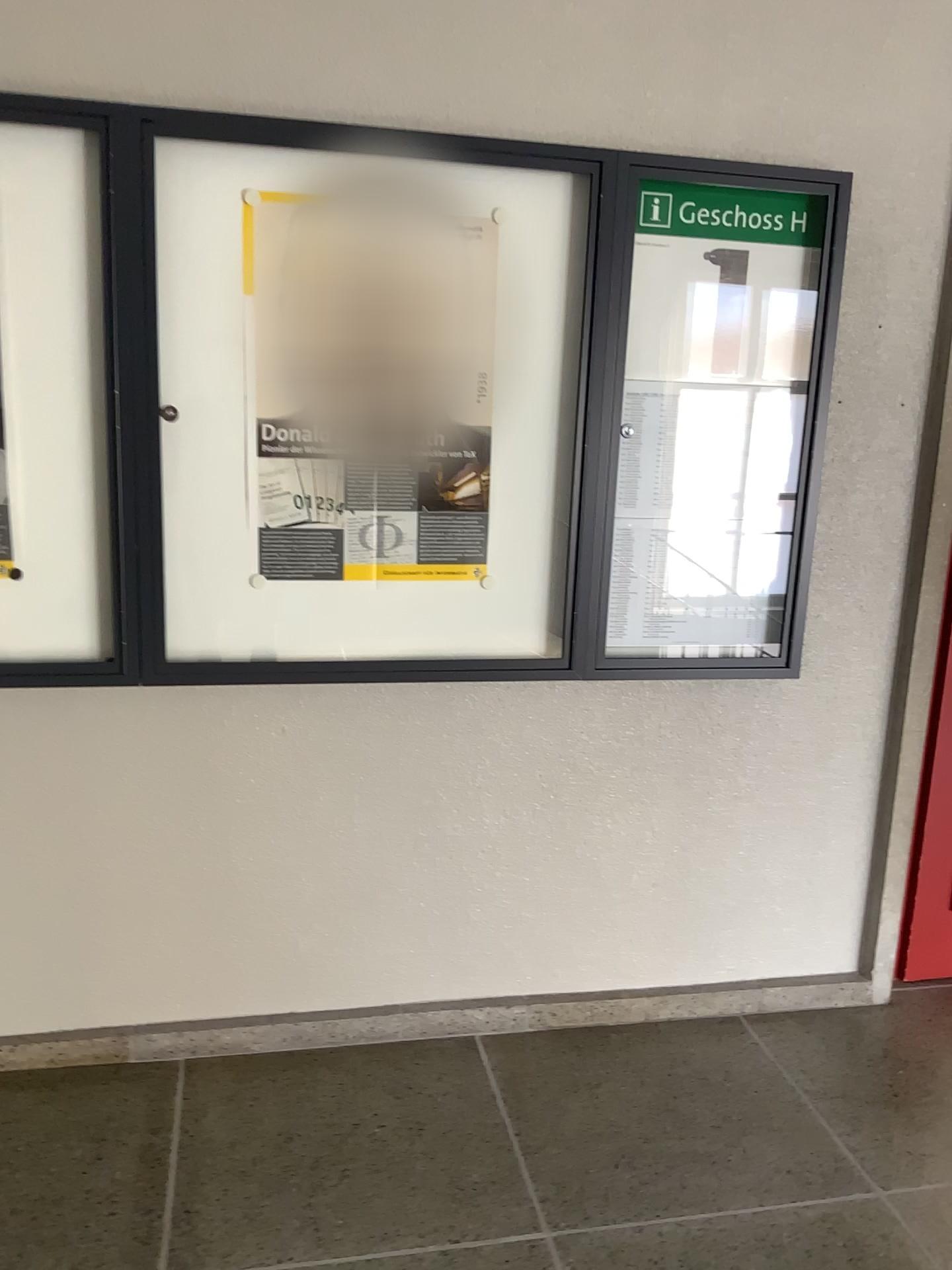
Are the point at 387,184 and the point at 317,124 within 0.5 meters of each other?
yes

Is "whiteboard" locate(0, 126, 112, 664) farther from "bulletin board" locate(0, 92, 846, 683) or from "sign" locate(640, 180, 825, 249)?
"sign" locate(640, 180, 825, 249)

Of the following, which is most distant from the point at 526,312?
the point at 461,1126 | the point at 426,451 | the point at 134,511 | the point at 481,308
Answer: the point at 461,1126

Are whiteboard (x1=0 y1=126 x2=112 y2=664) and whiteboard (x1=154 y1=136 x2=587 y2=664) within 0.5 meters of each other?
yes

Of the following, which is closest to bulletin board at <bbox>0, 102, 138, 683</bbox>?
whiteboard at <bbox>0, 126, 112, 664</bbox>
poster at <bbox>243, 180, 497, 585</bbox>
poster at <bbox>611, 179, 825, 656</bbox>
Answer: whiteboard at <bbox>0, 126, 112, 664</bbox>

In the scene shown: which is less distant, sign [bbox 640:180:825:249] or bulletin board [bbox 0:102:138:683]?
bulletin board [bbox 0:102:138:683]

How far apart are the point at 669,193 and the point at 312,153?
0.8 meters

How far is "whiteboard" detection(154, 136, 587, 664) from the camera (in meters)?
2.10

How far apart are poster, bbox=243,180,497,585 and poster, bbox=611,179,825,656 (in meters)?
0.31

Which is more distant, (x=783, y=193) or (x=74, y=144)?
(x=783, y=193)
